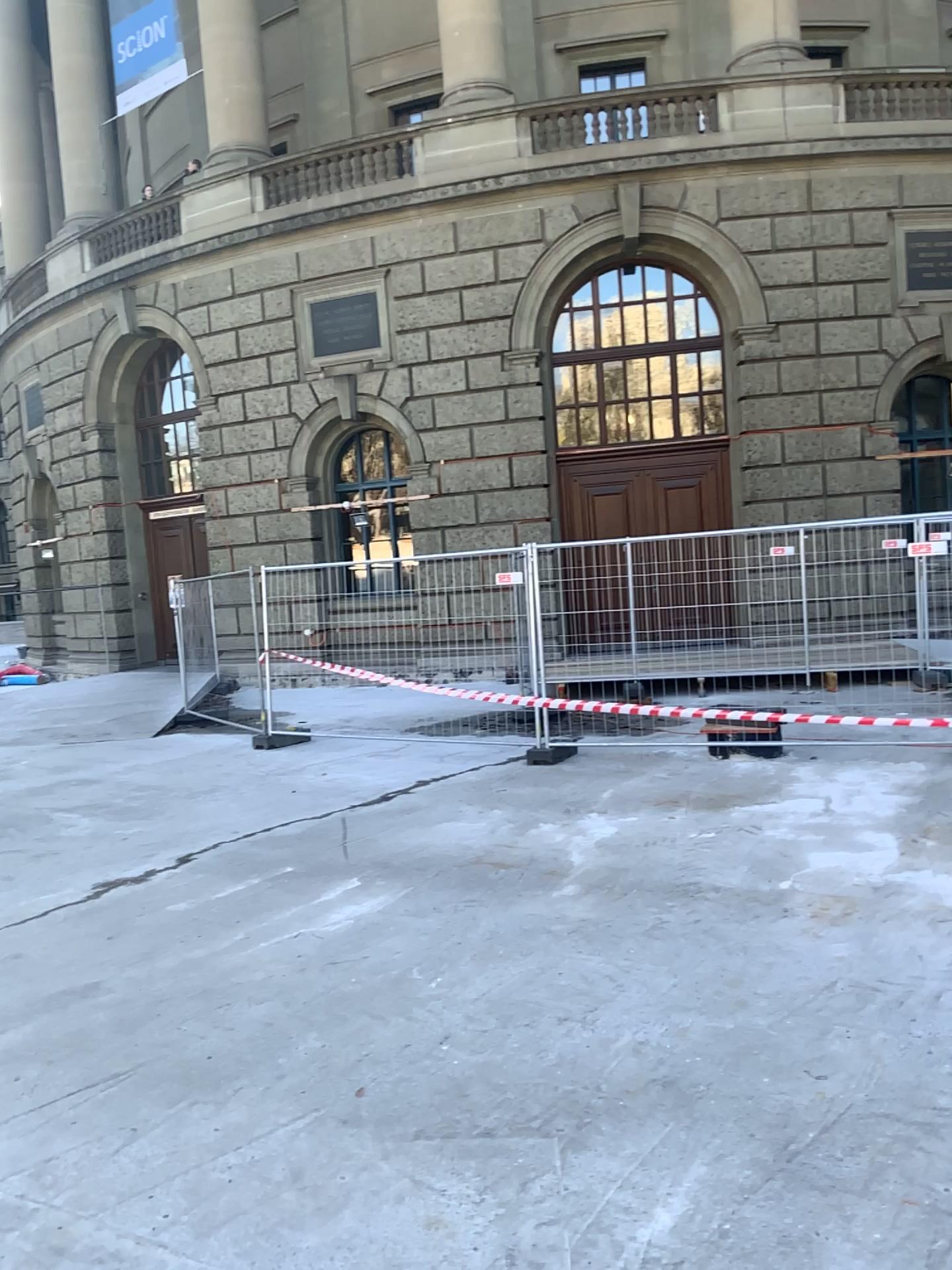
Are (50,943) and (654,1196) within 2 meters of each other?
no
